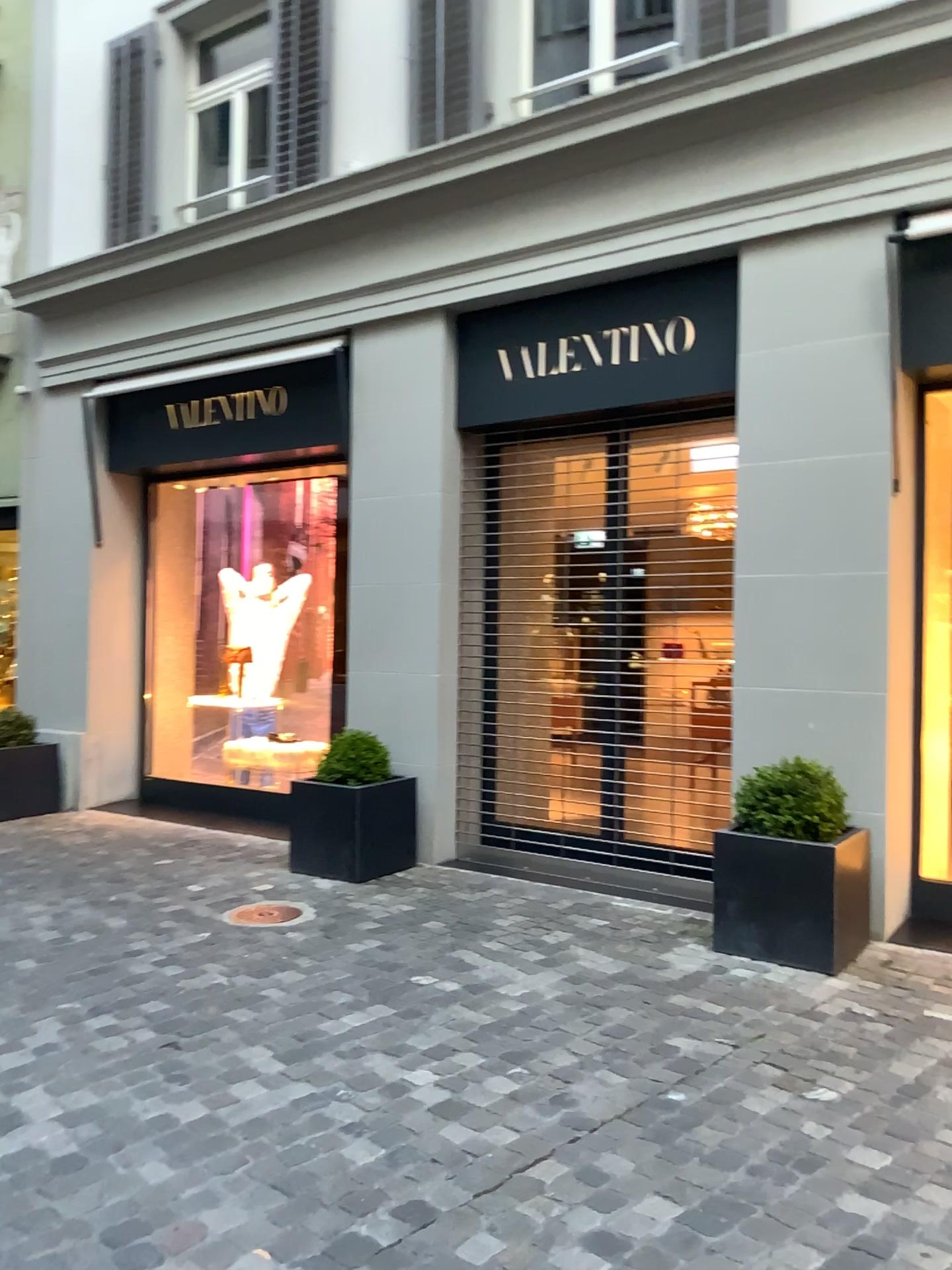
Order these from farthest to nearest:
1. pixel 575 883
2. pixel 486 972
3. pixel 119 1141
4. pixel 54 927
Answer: pixel 575 883
pixel 54 927
pixel 486 972
pixel 119 1141

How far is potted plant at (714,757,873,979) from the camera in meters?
4.2

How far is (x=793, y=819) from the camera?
4.3m

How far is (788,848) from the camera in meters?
4.2 m

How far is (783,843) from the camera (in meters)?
4.22

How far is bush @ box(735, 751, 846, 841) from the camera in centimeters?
430cm

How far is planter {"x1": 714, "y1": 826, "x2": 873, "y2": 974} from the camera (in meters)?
4.21
